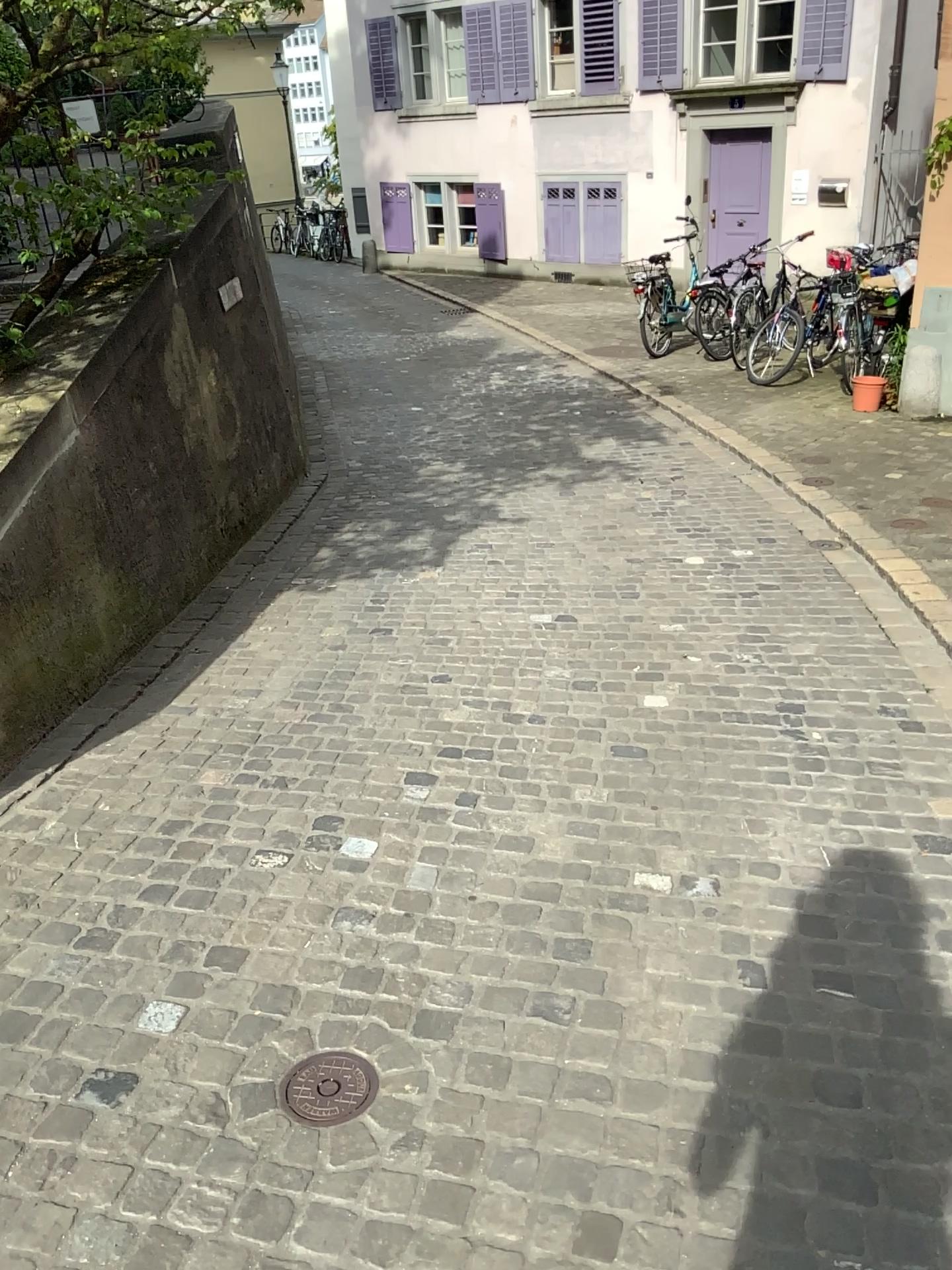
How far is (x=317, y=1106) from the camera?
1.9 meters

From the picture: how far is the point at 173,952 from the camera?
2.4 meters

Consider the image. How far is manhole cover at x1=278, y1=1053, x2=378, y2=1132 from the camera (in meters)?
1.94
